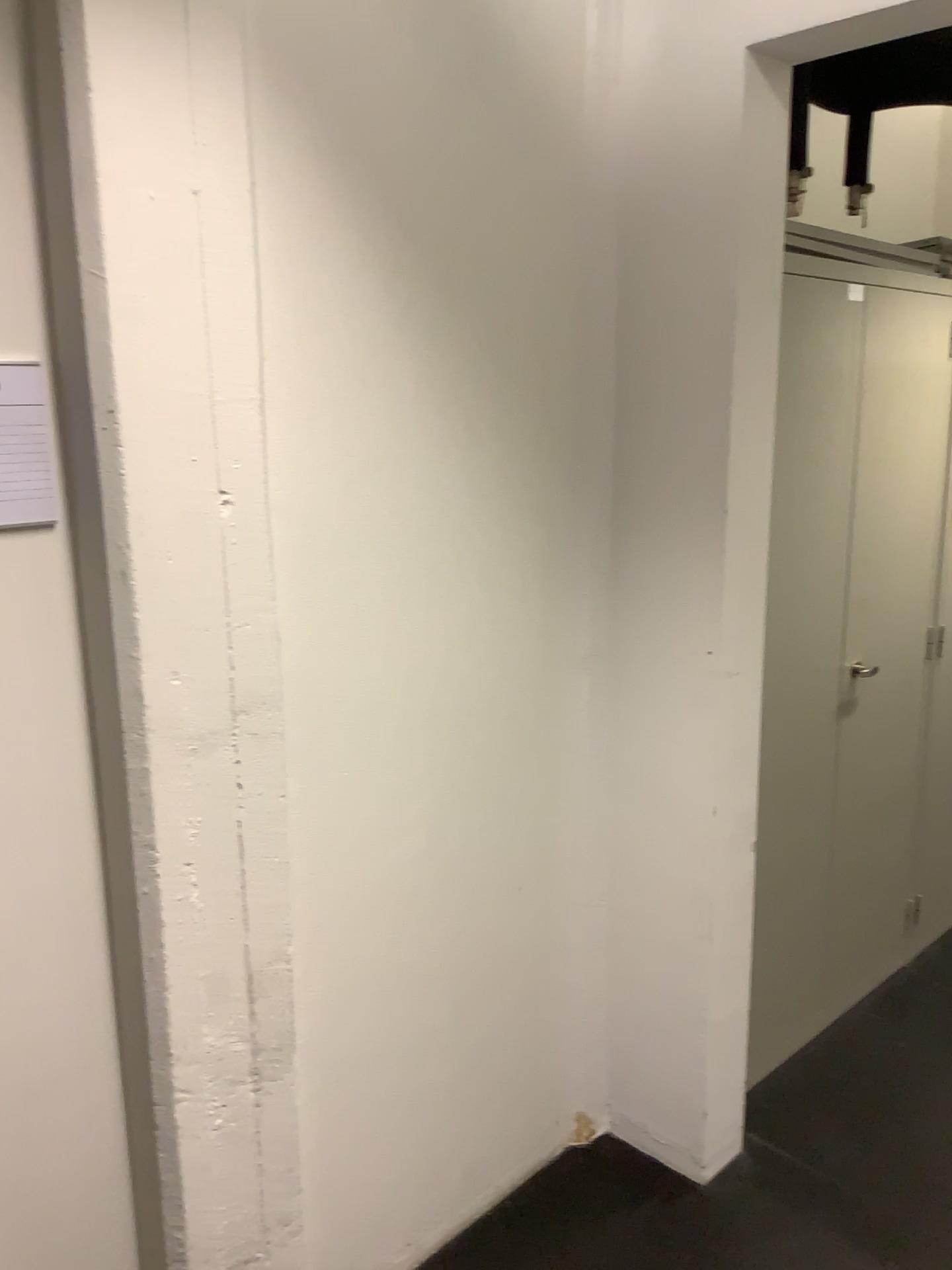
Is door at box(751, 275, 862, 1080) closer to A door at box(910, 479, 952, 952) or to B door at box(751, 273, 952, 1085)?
B door at box(751, 273, 952, 1085)

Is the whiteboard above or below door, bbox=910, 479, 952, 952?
above

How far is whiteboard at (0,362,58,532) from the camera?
1.4m

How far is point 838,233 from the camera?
2.4m

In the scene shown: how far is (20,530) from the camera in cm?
143

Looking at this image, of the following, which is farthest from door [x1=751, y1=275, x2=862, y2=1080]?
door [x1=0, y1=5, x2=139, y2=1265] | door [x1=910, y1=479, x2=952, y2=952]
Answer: door [x1=0, y1=5, x2=139, y2=1265]

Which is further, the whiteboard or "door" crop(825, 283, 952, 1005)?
"door" crop(825, 283, 952, 1005)

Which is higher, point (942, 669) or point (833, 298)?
point (833, 298)

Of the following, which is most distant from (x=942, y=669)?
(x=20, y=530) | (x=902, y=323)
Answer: (x=20, y=530)

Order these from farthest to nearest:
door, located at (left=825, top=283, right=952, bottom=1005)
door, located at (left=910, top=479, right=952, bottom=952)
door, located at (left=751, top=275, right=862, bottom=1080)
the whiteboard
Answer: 1. door, located at (left=910, top=479, right=952, bottom=952)
2. door, located at (left=825, top=283, right=952, bottom=1005)
3. door, located at (left=751, top=275, right=862, bottom=1080)
4. the whiteboard
